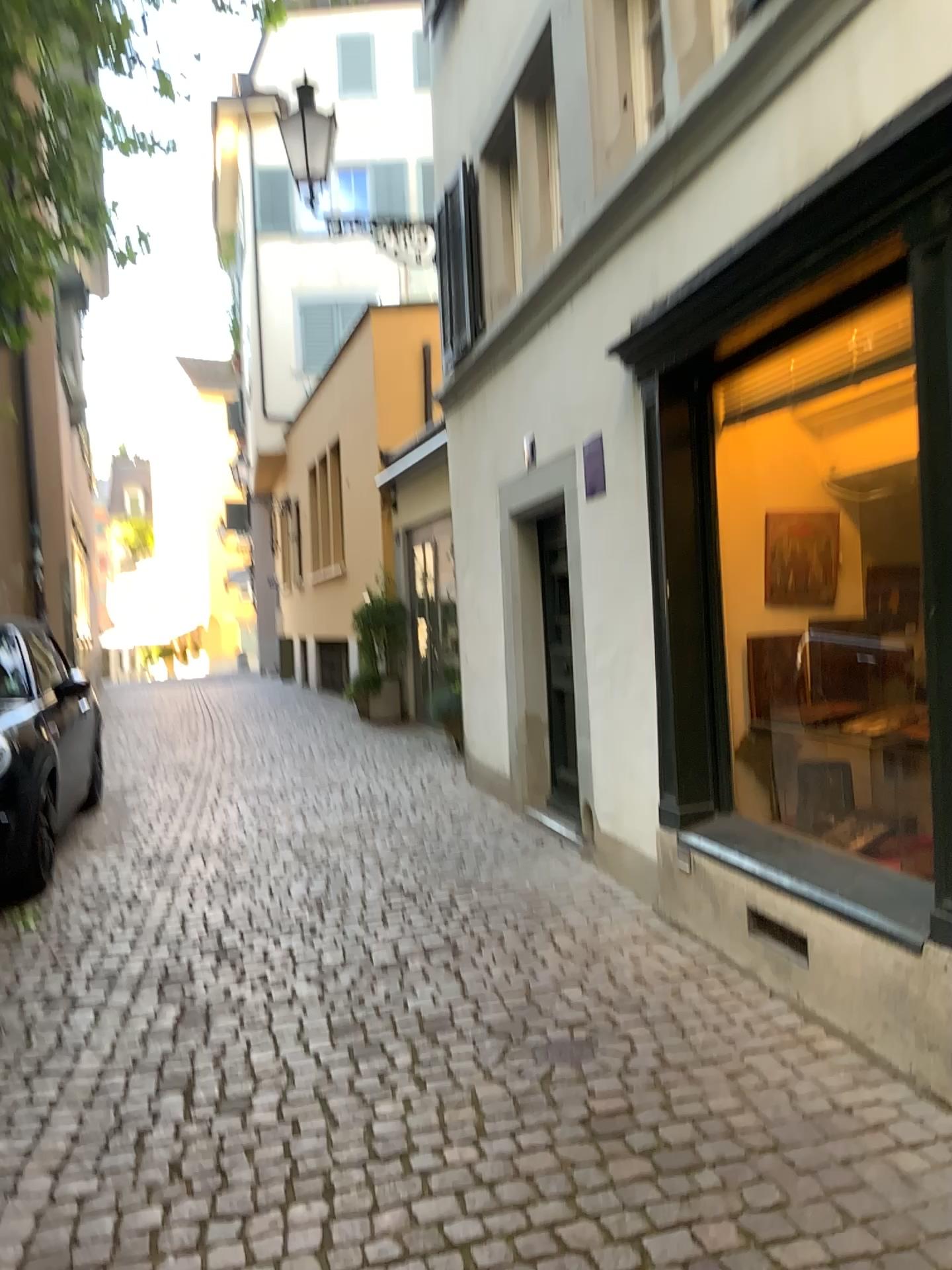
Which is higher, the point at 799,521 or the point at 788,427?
the point at 788,427

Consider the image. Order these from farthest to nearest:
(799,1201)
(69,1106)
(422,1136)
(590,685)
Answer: (590,685) < (69,1106) < (422,1136) < (799,1201)

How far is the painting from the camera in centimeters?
423cm

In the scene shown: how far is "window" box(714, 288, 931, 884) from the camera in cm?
416

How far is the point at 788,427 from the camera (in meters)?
4.16

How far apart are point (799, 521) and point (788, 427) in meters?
0.4
